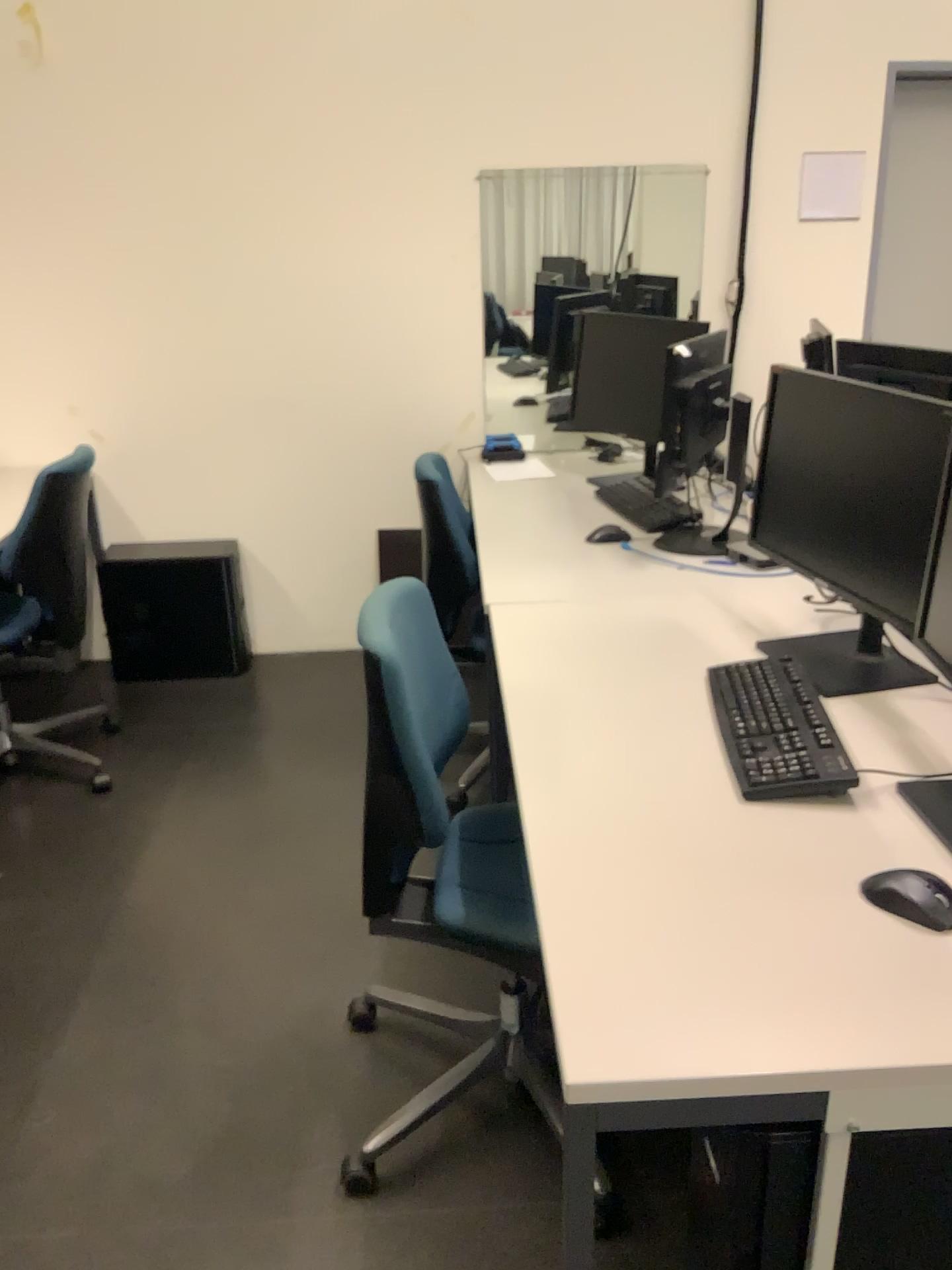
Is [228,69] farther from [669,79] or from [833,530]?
[833,530]

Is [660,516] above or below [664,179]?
below

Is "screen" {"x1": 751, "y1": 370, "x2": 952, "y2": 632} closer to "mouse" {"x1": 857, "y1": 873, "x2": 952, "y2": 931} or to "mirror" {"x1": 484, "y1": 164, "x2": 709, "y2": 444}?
"mouse" {"x1": 857, "y1": 873, "x2": 952, "y2": 931}

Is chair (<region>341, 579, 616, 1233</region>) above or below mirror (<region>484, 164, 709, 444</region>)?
below

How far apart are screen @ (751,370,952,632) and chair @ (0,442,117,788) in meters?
1.8 m

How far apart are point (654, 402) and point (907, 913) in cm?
217

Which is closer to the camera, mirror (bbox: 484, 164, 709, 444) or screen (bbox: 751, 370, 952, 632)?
screen (bbox: 751, 370, 952, 632)

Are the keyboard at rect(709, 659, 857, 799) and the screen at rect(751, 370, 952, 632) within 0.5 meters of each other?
yes

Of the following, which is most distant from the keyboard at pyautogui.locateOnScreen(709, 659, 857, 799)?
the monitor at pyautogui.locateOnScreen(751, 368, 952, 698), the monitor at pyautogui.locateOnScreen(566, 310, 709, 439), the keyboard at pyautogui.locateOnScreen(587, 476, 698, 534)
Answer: the monitor at pyautogui.locateOnScreen(566, 310, 709, 439)

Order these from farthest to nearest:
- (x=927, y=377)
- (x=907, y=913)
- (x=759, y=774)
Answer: (x=927, y=377)
(x=759, y=774)
(x=907, y=913)
